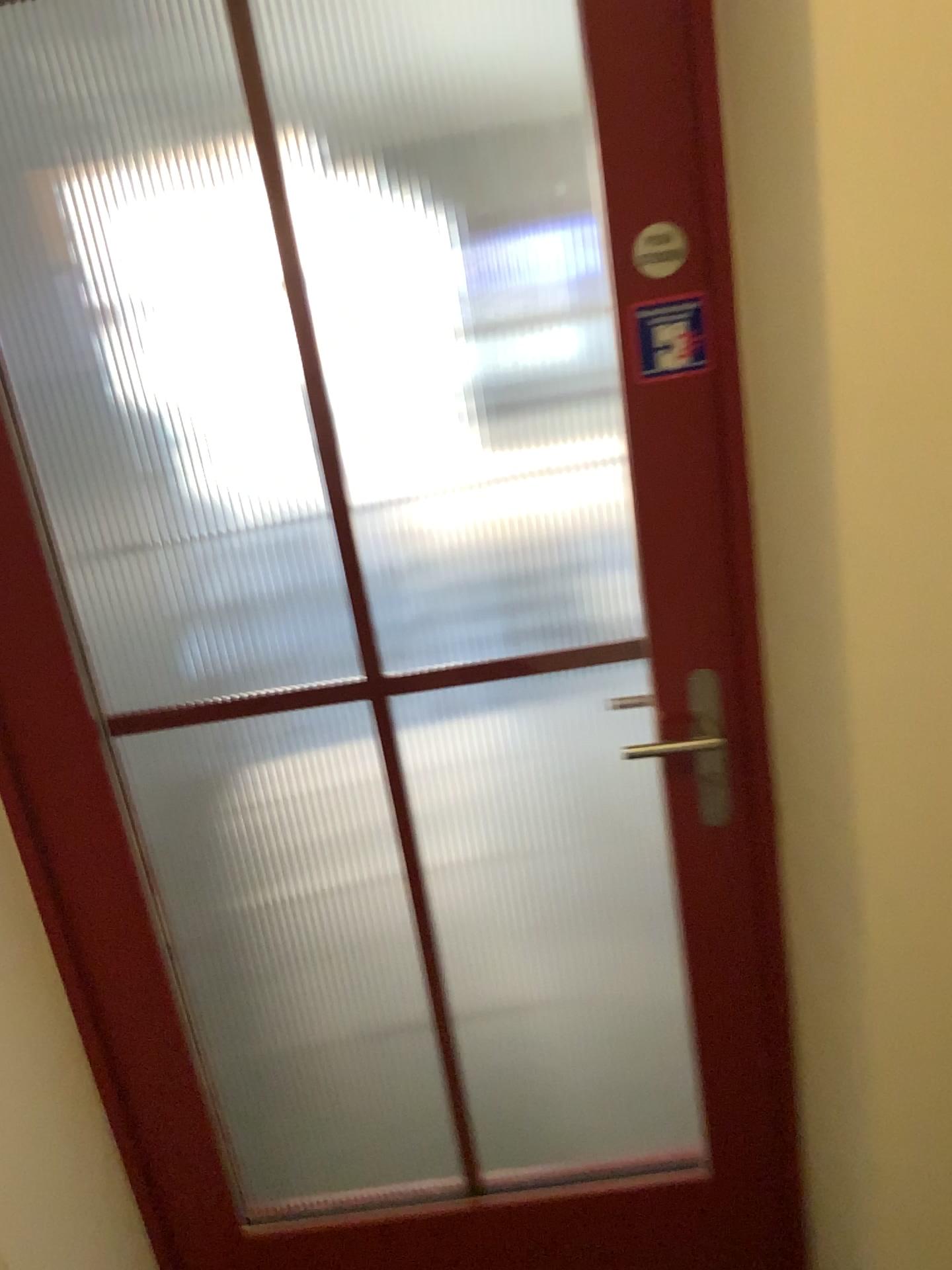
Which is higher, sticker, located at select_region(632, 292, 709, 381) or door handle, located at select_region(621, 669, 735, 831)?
sticker, located at select_region(632, 292, 709, 381)

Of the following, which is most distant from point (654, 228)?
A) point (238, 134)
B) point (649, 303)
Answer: point (238, 134)

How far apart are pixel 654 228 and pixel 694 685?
0.57m

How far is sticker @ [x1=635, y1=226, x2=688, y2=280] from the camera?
1.21m

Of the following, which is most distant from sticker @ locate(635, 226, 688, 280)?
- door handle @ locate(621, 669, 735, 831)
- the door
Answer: door handle @ locate(621, 669, 735, 831)

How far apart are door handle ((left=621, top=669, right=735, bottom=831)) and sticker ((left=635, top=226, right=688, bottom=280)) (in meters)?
0.52

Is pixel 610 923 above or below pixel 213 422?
below

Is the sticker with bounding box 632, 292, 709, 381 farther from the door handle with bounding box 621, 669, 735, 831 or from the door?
the door handle with bounding box 621, 669, 735, 831

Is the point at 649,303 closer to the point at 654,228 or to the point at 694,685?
the point at 654,228

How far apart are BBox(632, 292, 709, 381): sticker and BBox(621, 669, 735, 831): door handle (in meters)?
0.40
